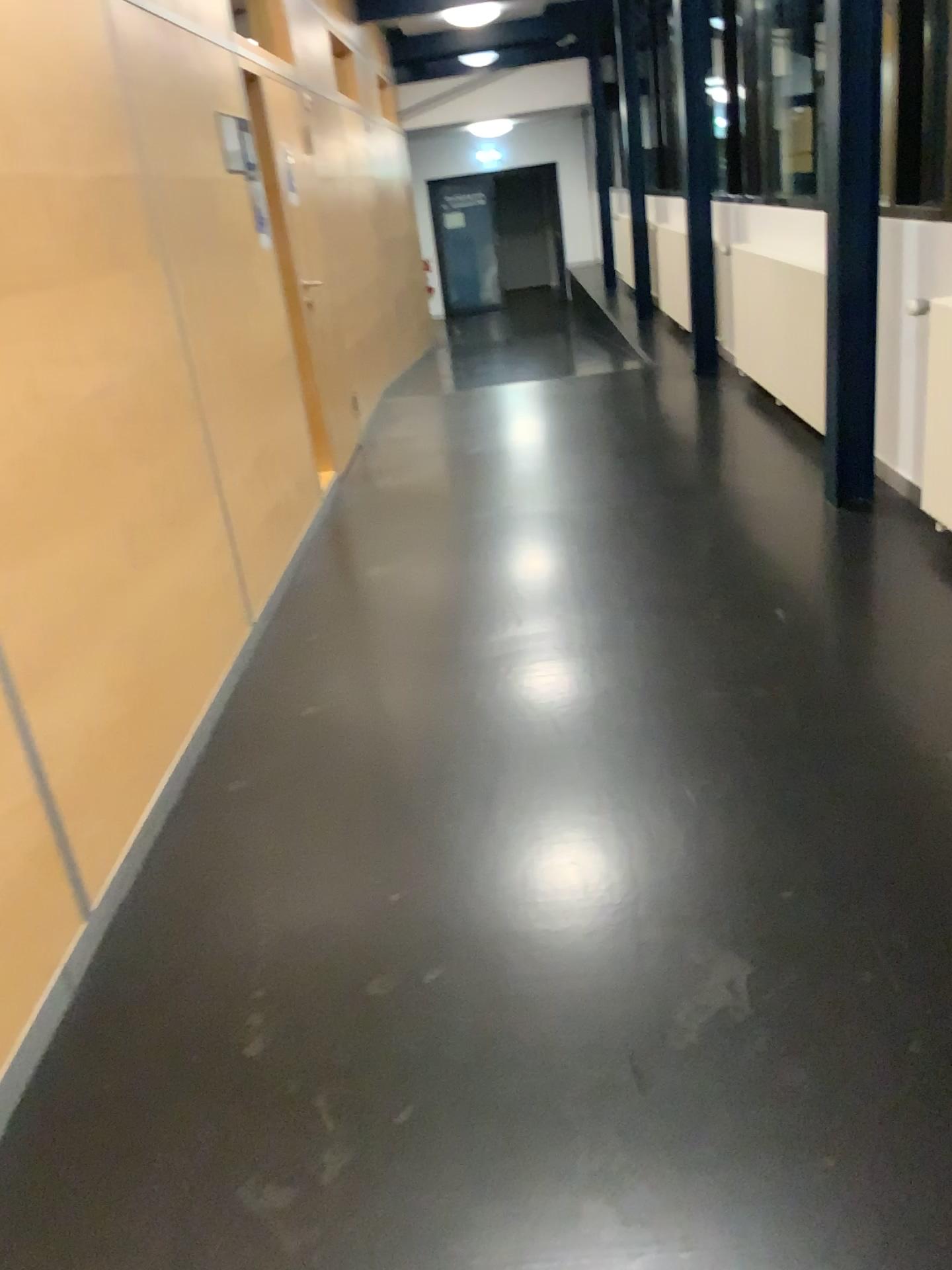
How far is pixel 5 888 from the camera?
1.91m

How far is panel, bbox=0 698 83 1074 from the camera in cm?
191

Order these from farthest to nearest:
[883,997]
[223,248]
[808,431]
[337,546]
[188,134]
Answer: [808,431] < [337,546] < [223,248] < [188,134] < [883,997]
